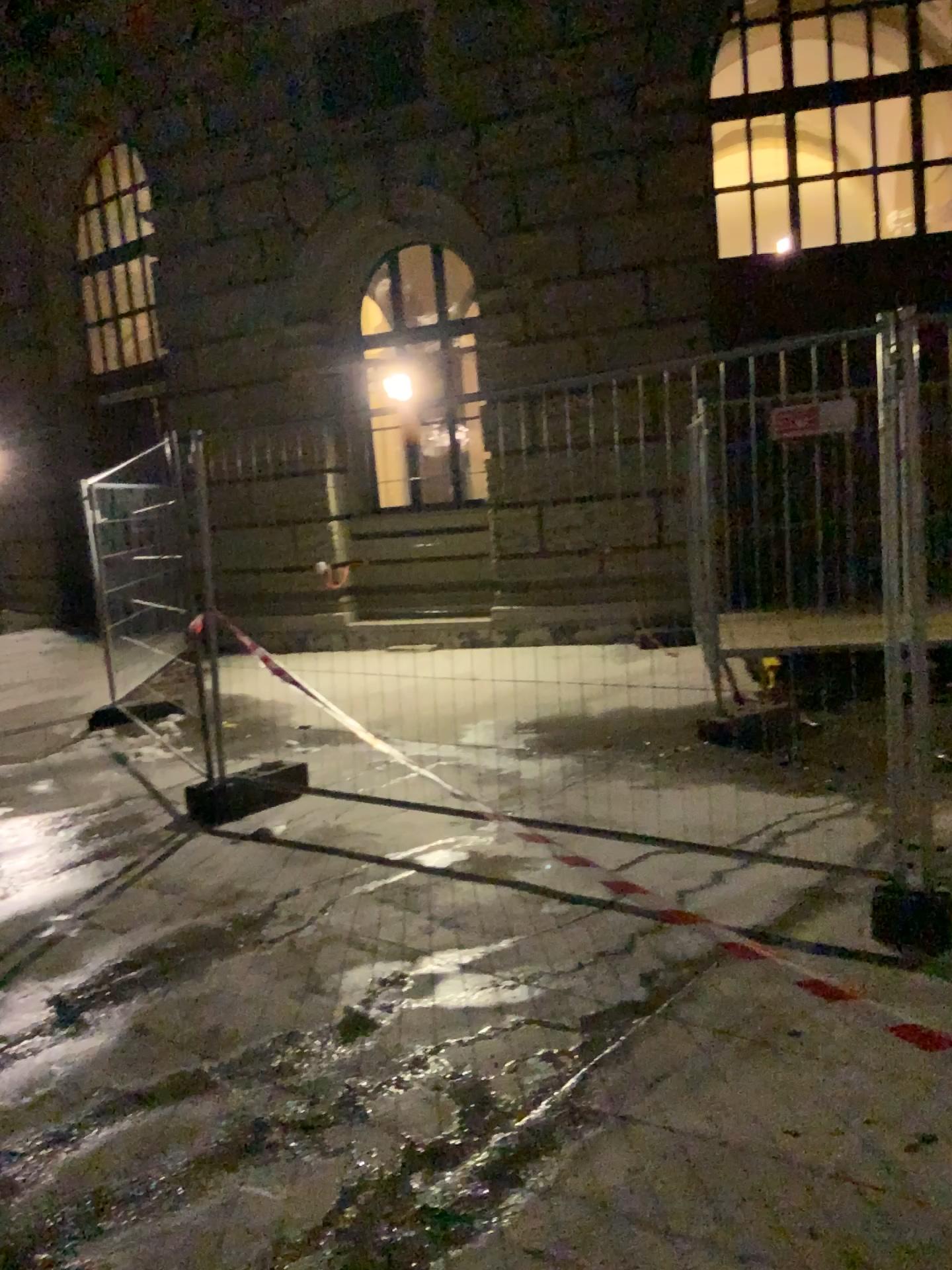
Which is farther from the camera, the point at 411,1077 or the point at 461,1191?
the point at 411,1077
